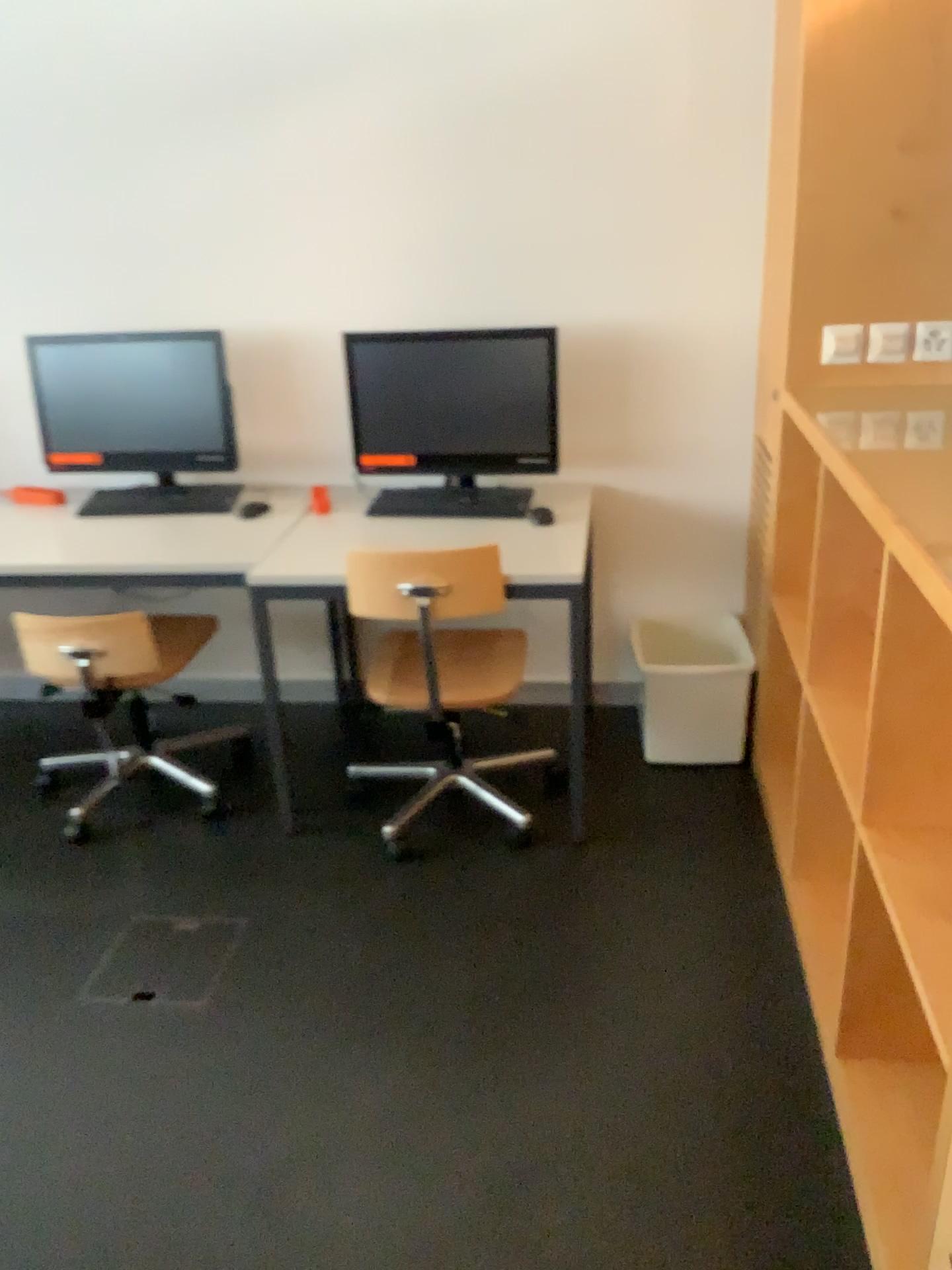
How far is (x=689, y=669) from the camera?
2.9m

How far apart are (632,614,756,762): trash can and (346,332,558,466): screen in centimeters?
61cm

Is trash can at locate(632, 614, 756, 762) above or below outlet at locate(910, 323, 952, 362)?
below

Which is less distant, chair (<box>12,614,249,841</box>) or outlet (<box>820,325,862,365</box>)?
outlet (<box>820,325,862,365</box>)

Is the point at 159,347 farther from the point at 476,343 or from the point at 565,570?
the point at 565,570

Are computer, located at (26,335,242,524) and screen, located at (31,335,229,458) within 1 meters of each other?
yes

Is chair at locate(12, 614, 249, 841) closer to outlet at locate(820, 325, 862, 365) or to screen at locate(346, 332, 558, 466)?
screen at locate(346, 332, 558, 466)

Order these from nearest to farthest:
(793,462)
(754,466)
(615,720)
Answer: (793,462), (754,466), (615,720)

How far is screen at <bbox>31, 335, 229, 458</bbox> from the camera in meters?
3.0 m

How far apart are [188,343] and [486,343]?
0.9m
